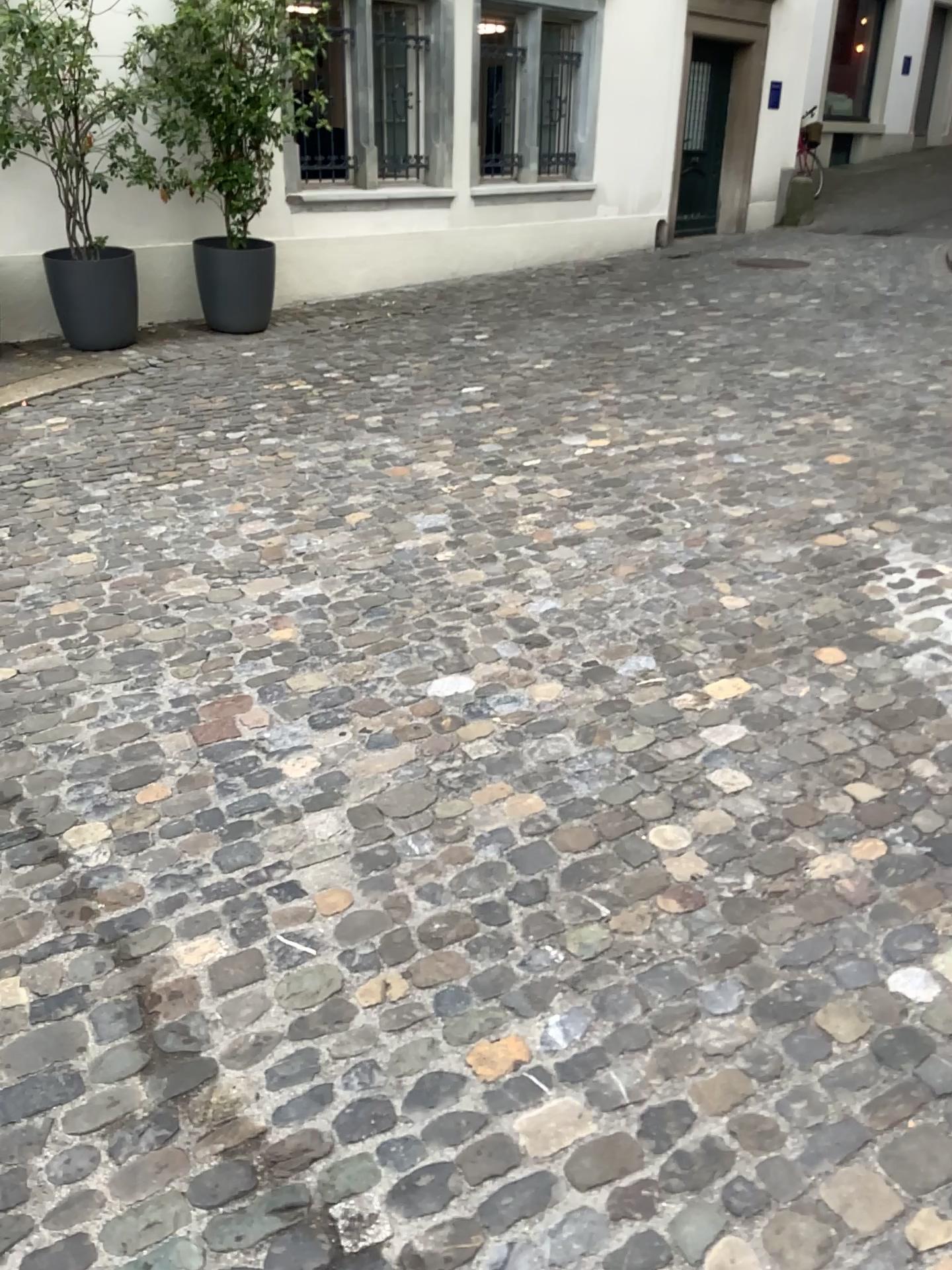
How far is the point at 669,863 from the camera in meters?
2.2
